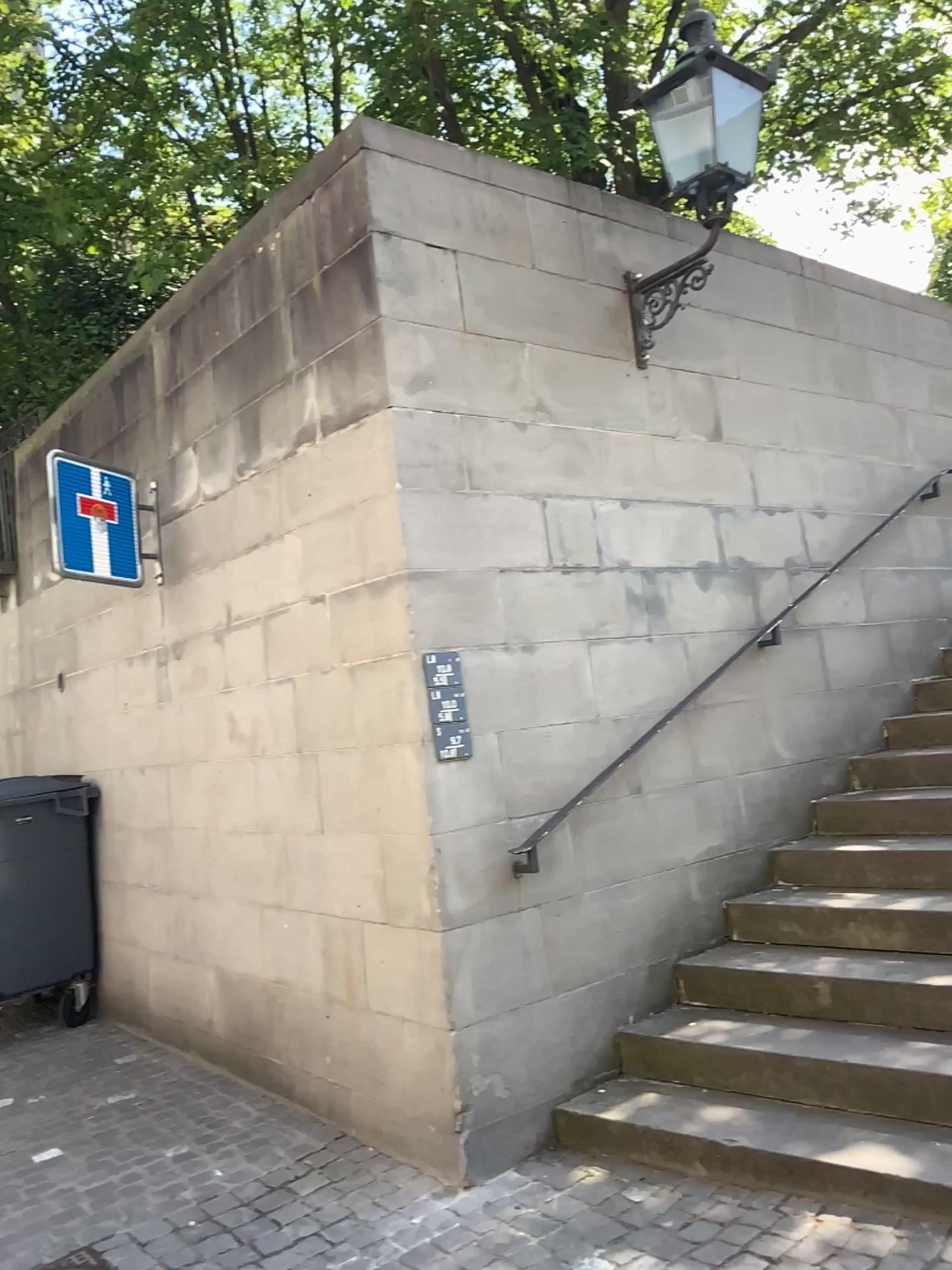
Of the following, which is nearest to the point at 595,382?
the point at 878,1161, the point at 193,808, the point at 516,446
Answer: the point at 516,446

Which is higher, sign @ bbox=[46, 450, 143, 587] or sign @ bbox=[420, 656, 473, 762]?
sign @ bbox=[46, 450, 143, 587]

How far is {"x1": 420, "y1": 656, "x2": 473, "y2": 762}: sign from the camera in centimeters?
343cm

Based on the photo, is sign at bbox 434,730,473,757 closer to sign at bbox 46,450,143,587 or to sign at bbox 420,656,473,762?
sign at bbox 420,656,473,762

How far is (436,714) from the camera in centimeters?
343cm

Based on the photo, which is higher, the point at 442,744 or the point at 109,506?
the point at 109,506

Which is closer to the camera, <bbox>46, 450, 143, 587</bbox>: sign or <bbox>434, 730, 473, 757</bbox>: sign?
<bbox>434, 730, 473, 757</bbox>: sign

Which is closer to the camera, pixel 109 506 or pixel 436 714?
pixel 436 714

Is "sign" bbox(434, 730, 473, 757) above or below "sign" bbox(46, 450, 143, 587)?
below

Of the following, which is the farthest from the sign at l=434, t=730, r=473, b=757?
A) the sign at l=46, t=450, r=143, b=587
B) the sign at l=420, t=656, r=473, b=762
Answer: the sign at l=46, t=450, r=143, b=587
